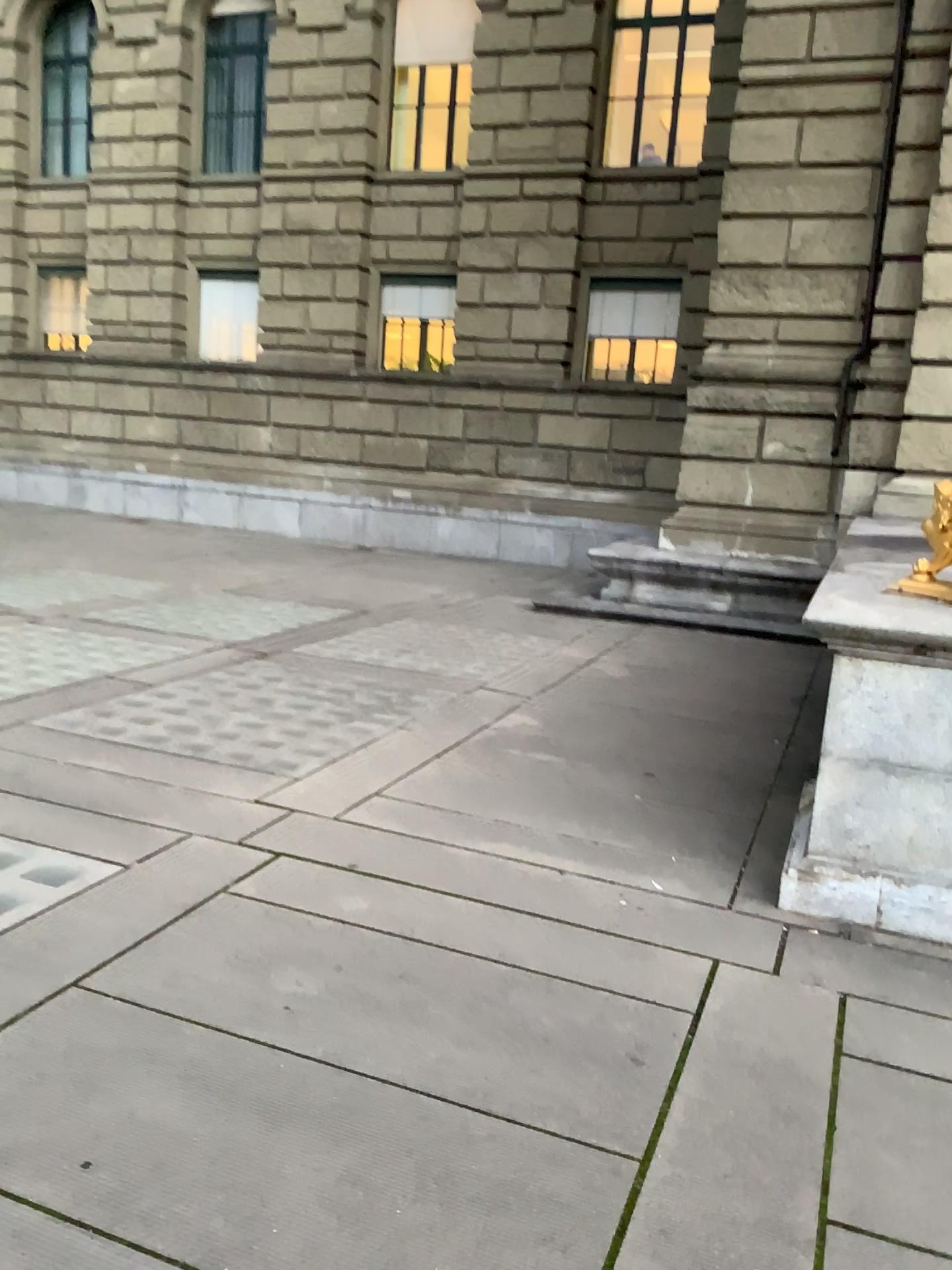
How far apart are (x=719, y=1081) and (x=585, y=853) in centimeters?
163cm
